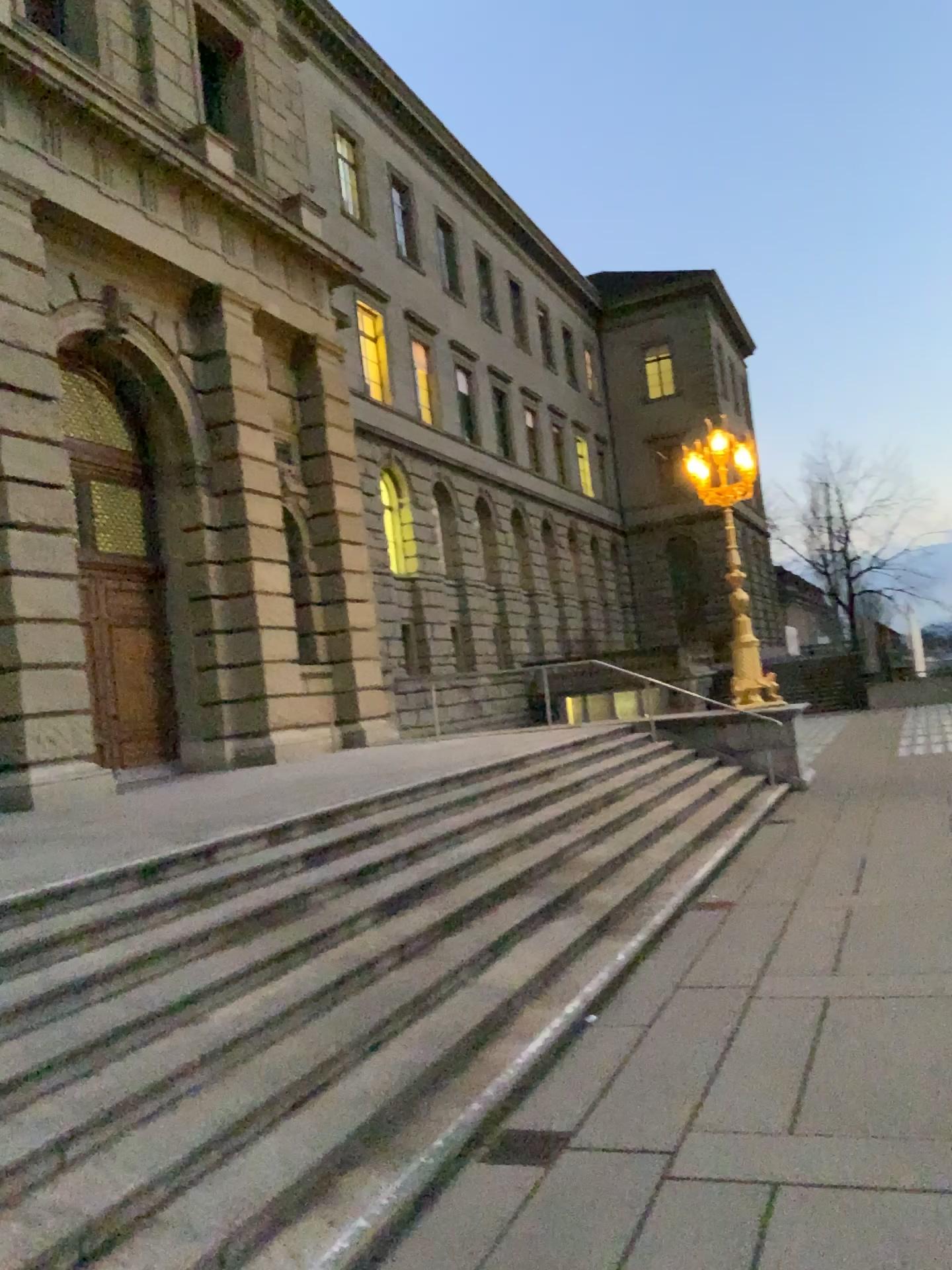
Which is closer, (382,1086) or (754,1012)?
(382,1086)
